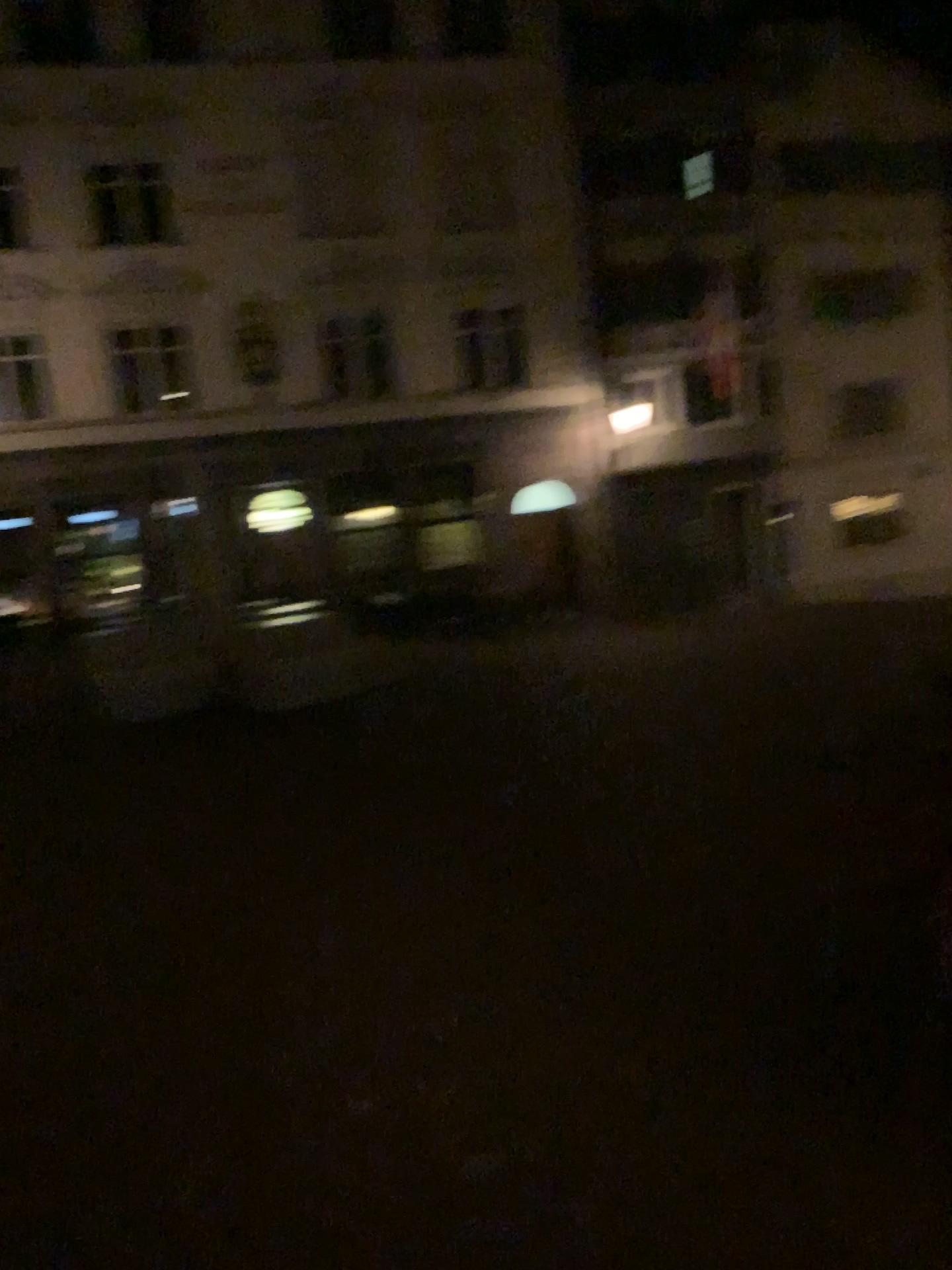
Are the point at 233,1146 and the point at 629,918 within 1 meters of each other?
no
